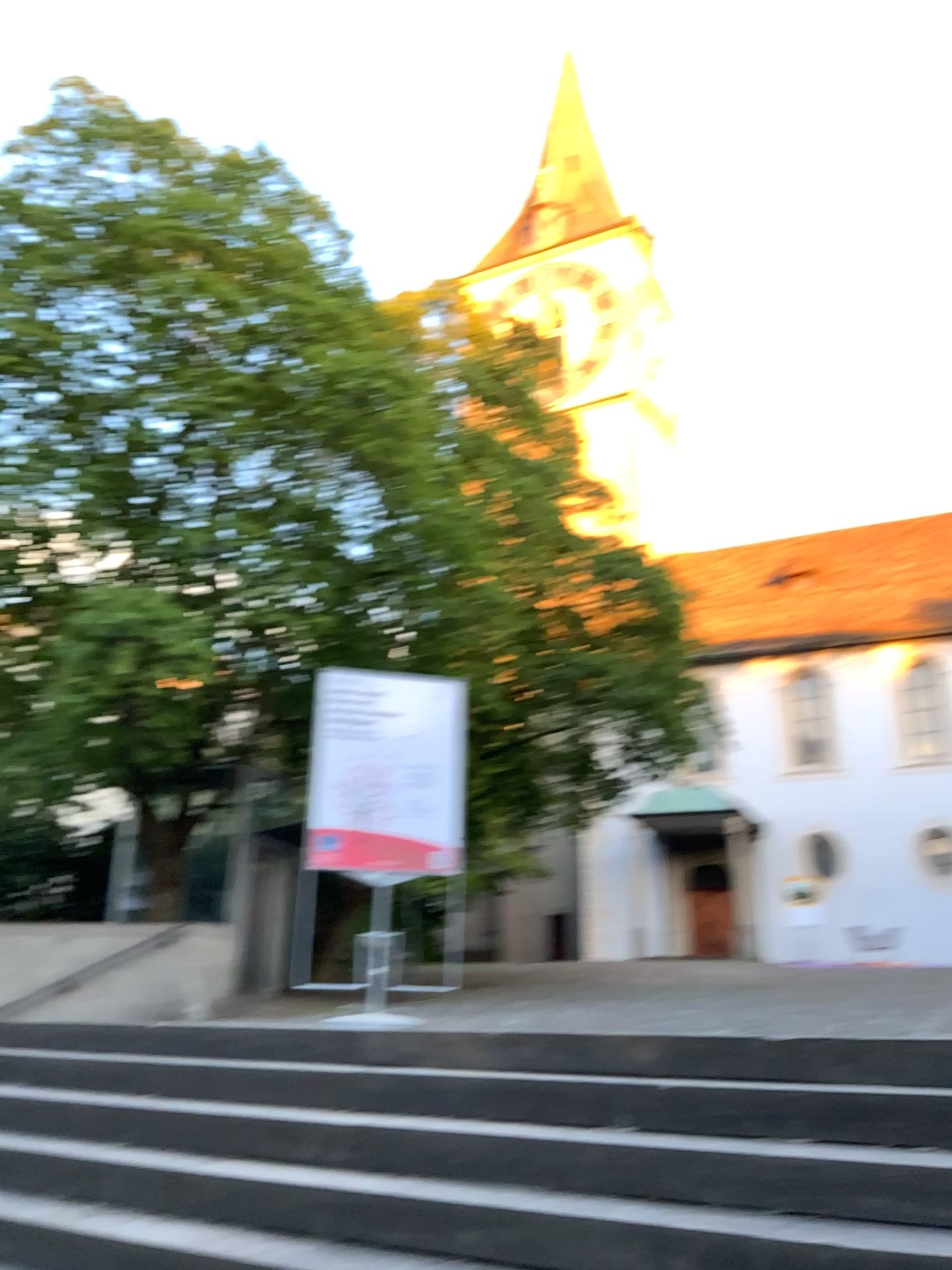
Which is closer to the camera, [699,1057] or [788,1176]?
[788,1176]
